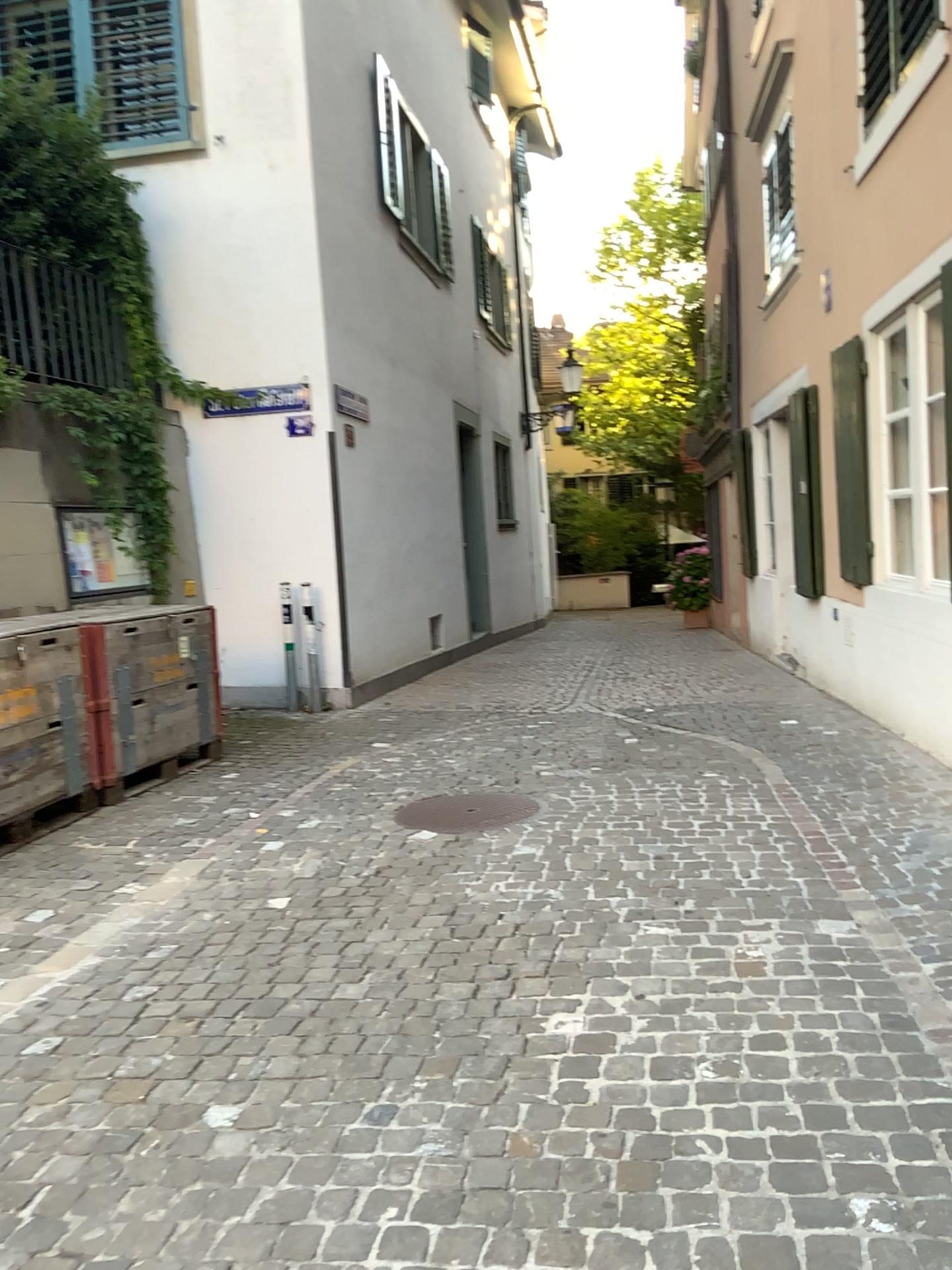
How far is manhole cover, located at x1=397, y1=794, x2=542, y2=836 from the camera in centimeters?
465cm

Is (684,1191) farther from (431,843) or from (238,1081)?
(431,843)

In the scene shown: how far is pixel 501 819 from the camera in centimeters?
465cm
